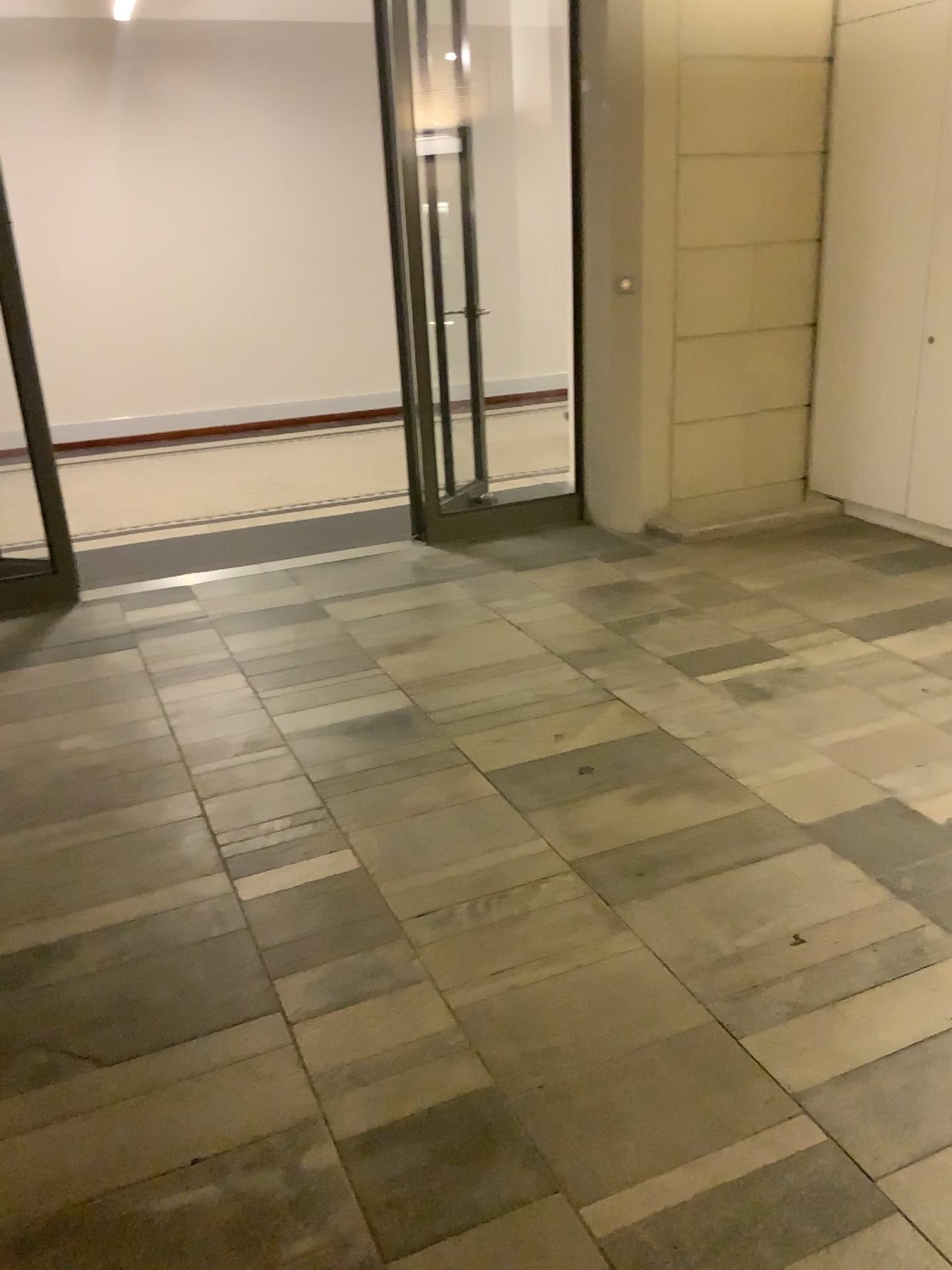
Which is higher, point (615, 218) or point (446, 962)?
point (615, 218)
